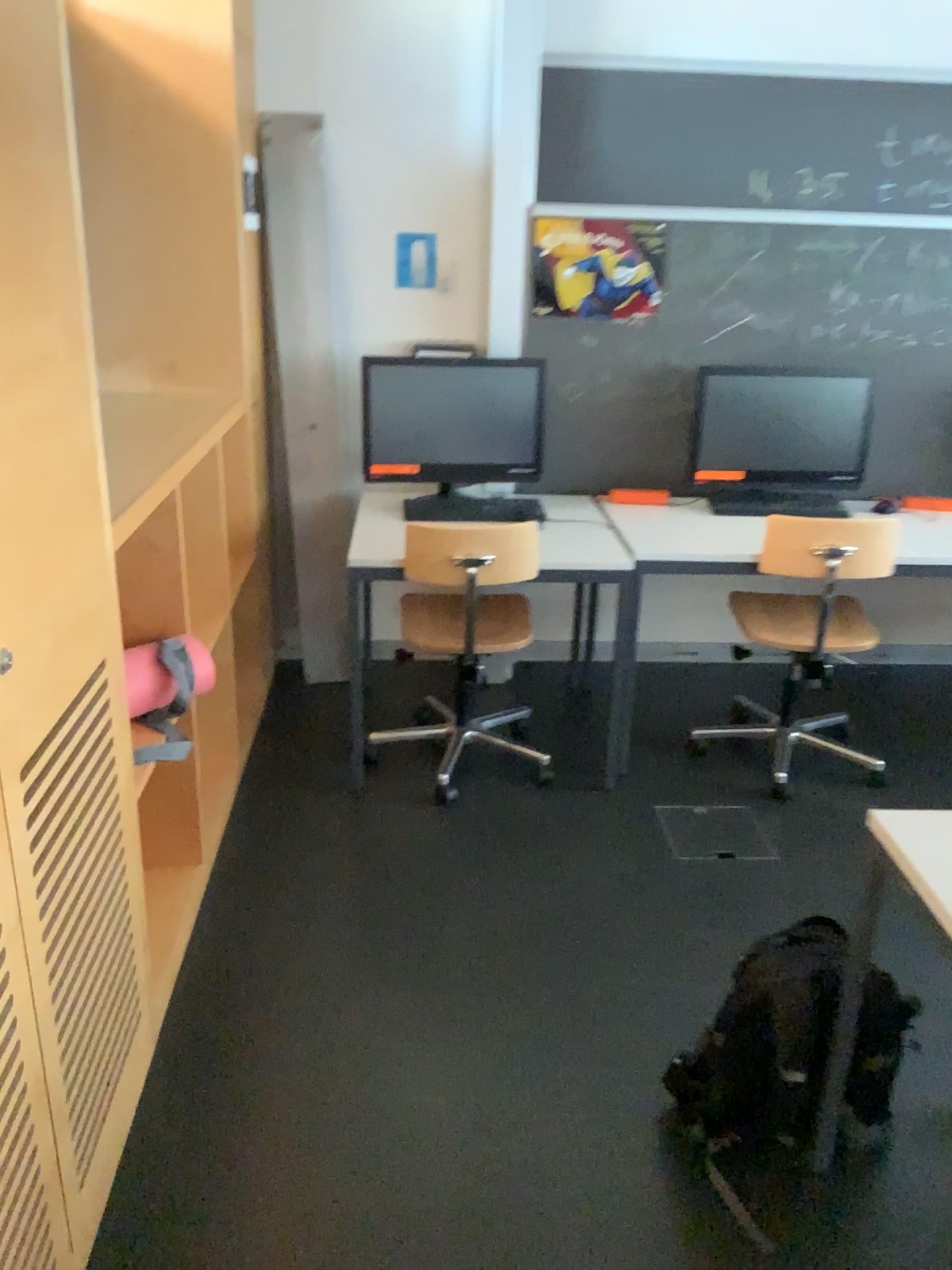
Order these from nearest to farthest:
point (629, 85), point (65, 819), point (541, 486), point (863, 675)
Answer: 1. point (65, 819)
2. point (629, 85)
3. point (541, 486)
4. point (863, 675)

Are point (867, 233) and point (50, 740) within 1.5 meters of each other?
no

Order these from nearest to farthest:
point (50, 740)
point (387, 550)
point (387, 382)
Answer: point (50, 740) → point (387, 550) → point (387, 382)

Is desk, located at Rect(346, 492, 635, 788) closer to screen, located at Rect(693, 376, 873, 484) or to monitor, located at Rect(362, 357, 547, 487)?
monitor, located at Rect(362, 357, 547, 487)

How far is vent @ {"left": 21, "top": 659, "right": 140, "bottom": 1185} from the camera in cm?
151

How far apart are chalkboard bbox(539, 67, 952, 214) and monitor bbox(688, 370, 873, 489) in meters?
0.6 m

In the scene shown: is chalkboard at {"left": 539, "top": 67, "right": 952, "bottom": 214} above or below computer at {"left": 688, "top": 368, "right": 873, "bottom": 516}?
above

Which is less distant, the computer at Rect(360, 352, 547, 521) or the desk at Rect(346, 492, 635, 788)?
the desk at Rect(346, 492, 635, 788)

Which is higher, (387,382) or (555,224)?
(555,224)

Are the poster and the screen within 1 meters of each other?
yes
